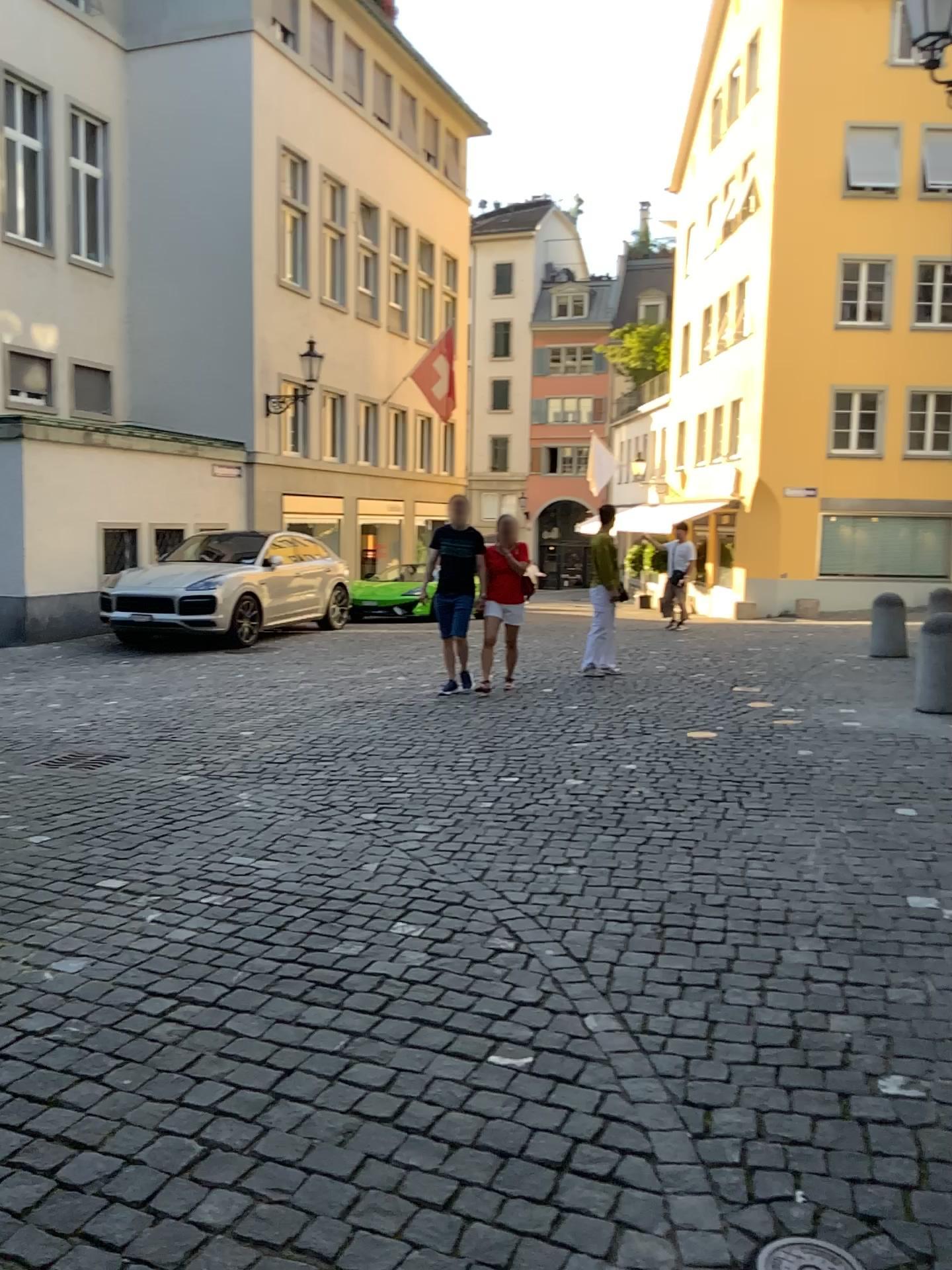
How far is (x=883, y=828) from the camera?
4.5m
